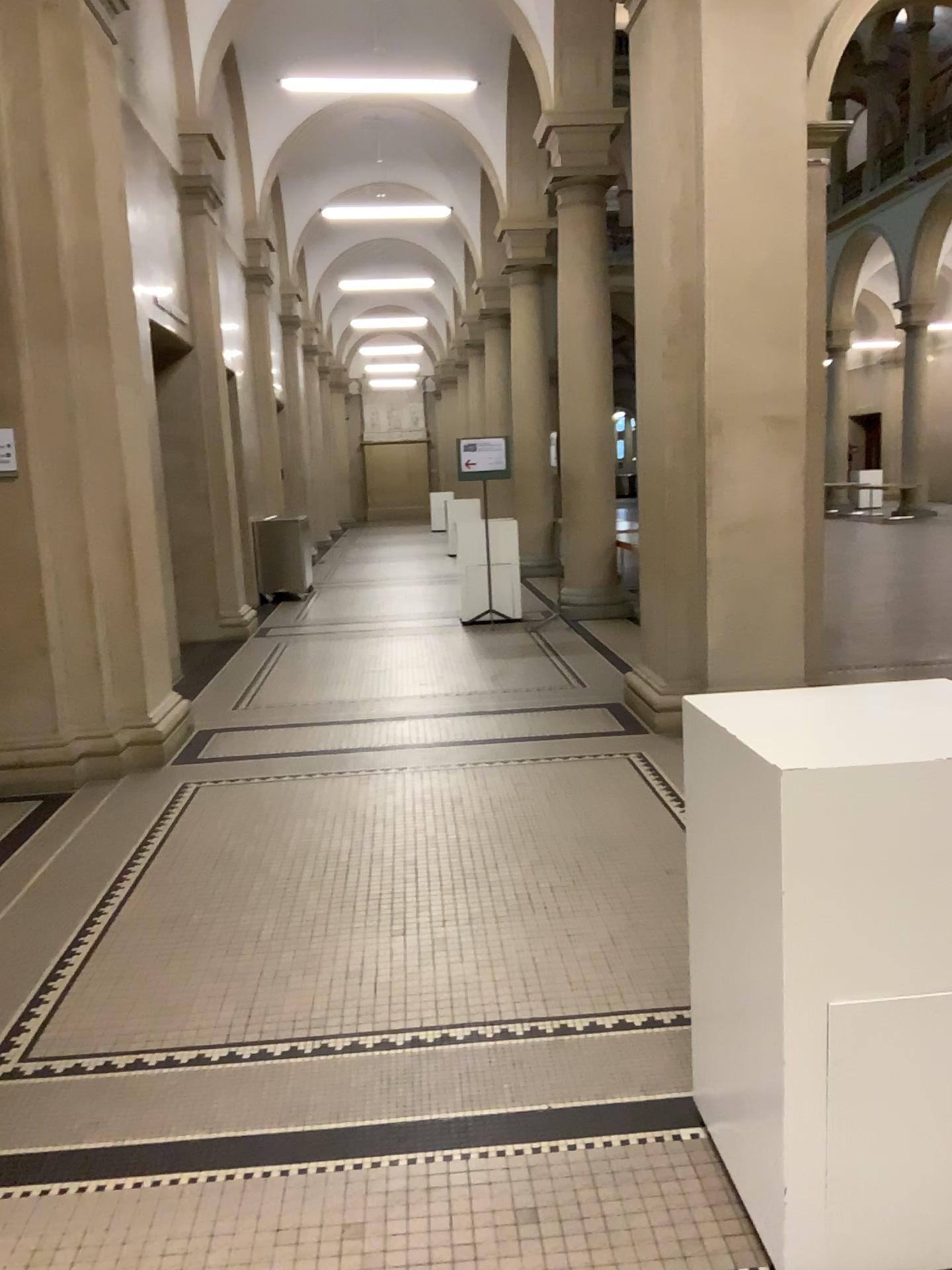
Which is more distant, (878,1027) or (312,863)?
(312,863)

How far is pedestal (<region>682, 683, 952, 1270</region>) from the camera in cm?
180

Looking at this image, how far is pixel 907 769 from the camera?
1.8m
